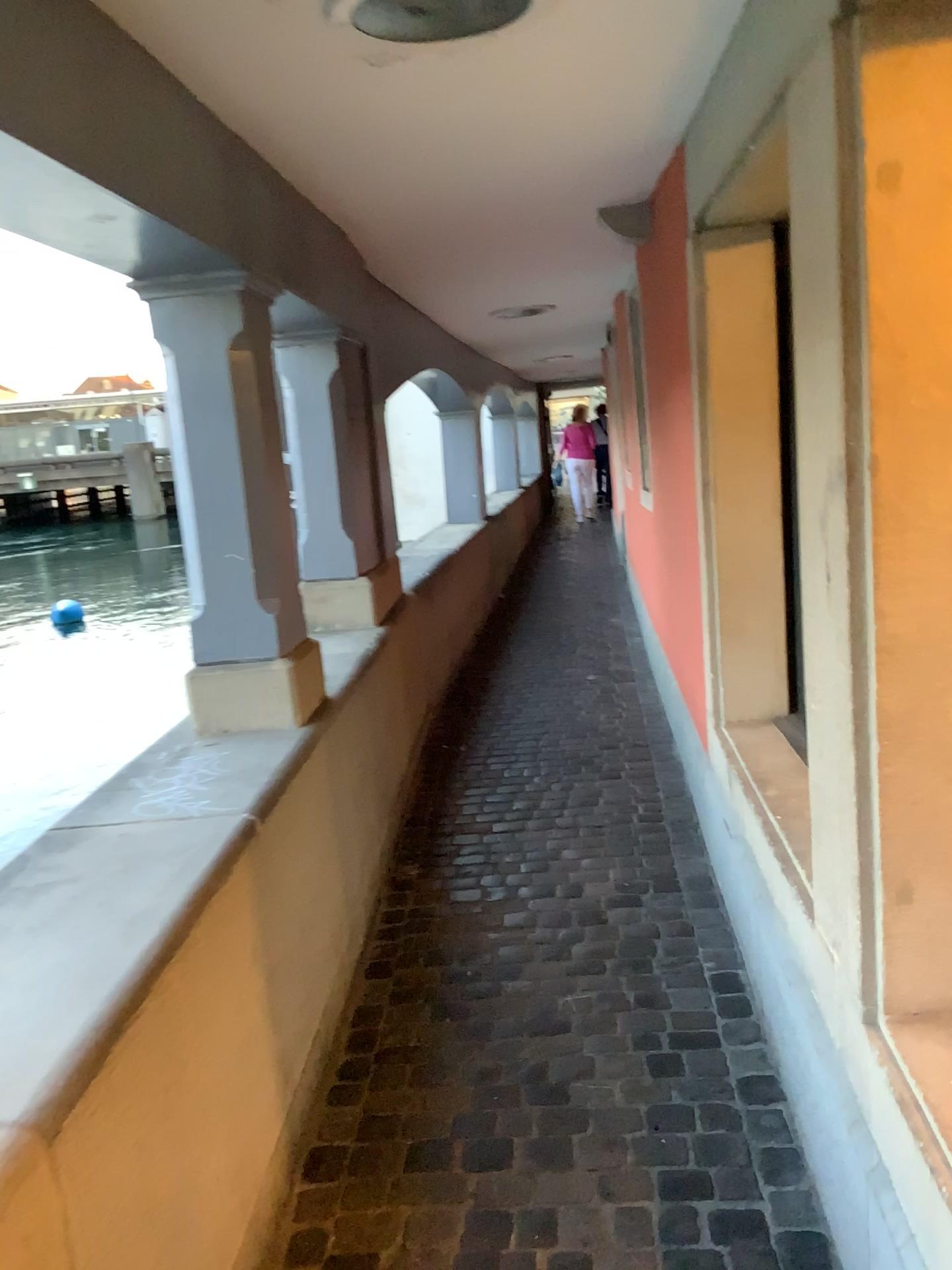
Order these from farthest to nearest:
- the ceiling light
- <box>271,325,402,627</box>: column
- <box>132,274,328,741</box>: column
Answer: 1. <box>271,325,402,627</box>: column
2. <box>132,274,328,741</box>: column
3. the ceiling light

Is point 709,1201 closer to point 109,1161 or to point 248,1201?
point 248,1201

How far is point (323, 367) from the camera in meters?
3.9 m

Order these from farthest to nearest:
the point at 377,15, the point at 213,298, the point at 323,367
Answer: the point at 323,367 → the point at 213,298 → the point at 377,15

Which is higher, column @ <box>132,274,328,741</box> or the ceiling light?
the ceiling light

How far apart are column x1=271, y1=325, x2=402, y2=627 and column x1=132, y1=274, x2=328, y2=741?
1.1m

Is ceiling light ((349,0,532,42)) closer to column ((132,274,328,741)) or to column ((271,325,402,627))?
column ((132,274,328,741))

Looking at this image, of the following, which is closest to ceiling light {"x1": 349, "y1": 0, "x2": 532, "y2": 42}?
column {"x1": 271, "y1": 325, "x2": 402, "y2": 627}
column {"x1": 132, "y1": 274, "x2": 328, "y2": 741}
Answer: column {"x1": 132, "y1": 274, "x2": 328, "y2": 741}

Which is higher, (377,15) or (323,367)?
(377,15)

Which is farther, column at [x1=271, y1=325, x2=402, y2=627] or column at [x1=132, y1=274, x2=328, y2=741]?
column at [x1=271, y1=325, x2=402, y2=627]
